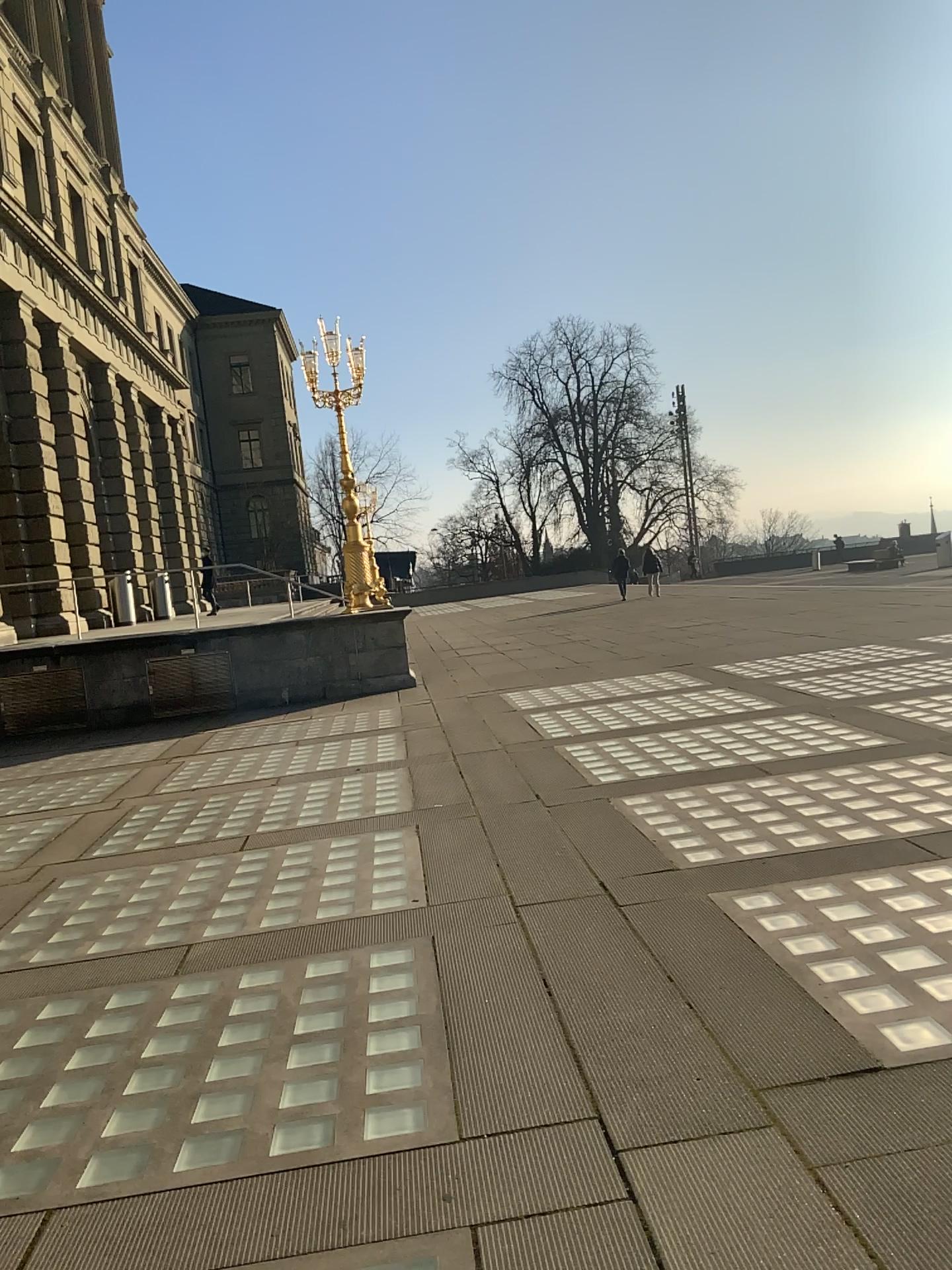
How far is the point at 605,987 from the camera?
3.8m
